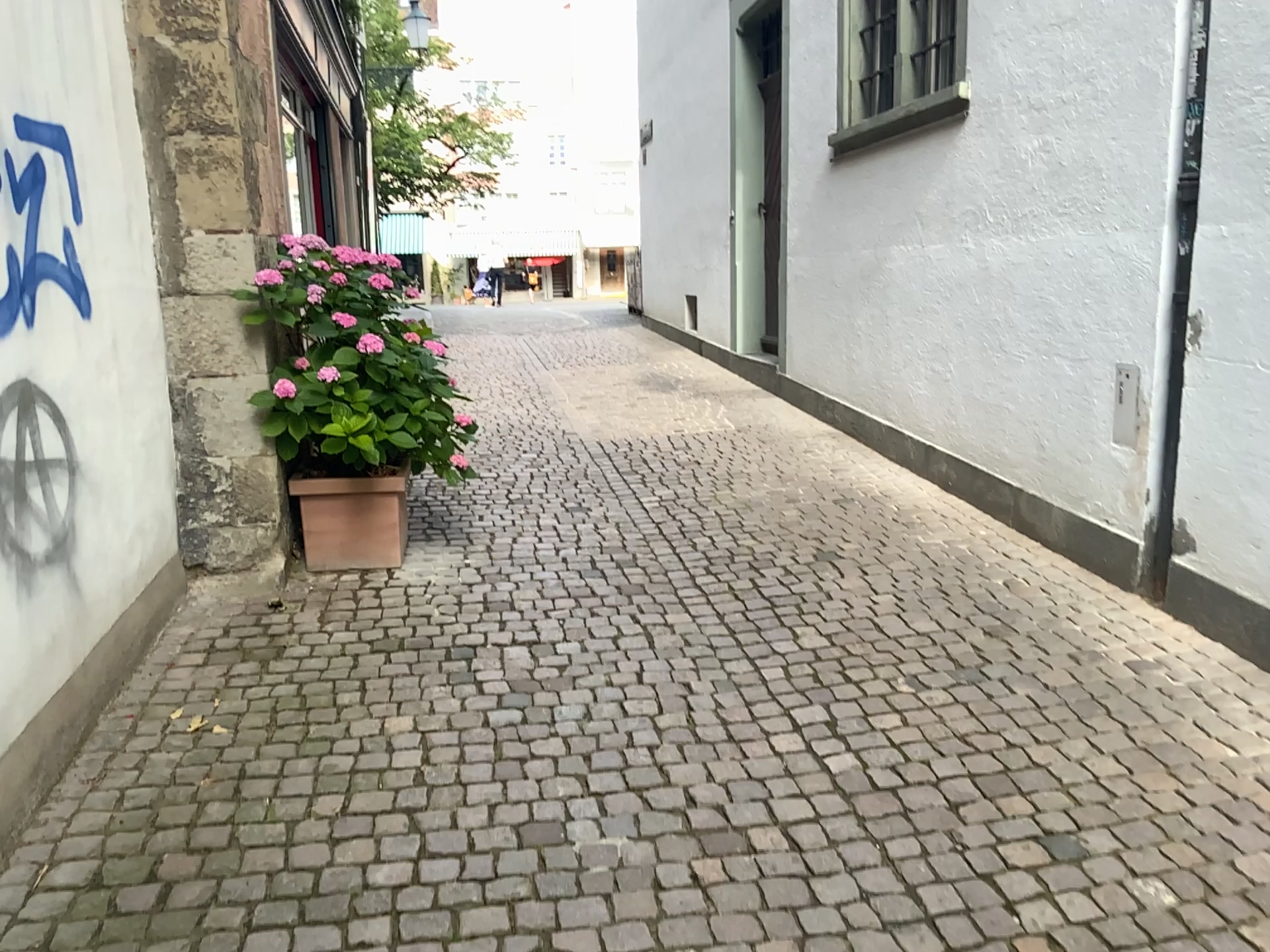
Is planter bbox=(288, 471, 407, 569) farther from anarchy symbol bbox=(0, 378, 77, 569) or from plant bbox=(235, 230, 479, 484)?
anarchy symbol bbox=(0, 378, 77, 569)

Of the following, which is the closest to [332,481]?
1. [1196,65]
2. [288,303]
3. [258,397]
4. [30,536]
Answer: [258,397]

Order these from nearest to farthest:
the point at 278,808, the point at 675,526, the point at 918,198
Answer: the point at 278,808
the point at 675,526
the point at 918,198

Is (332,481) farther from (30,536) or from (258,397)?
(30,536)

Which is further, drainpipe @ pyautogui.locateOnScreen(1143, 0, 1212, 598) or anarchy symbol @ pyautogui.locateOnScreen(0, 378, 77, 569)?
drainpipe @ pyautogui.locateOnScreen(1143, 0, 1212, 598)

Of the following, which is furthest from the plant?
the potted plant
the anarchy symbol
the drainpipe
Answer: the drainpipe

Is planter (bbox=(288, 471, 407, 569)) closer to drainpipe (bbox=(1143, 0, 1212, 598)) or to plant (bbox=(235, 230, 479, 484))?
plant (bbox=(235, 230, 479, 484))

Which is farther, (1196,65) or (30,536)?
(1196,65)

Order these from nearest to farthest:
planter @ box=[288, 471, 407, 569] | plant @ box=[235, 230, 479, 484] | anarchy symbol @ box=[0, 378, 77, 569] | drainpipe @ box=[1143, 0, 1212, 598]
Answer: anarchy symbol @ box=[0, 378, 77, 569] → drainpipe @ box=[1143, 0, 1212, 598] → plant @ box=[235, 230, 479, 484] → planter @ box=[288, 471, 407, 569]

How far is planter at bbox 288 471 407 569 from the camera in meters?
4.2
